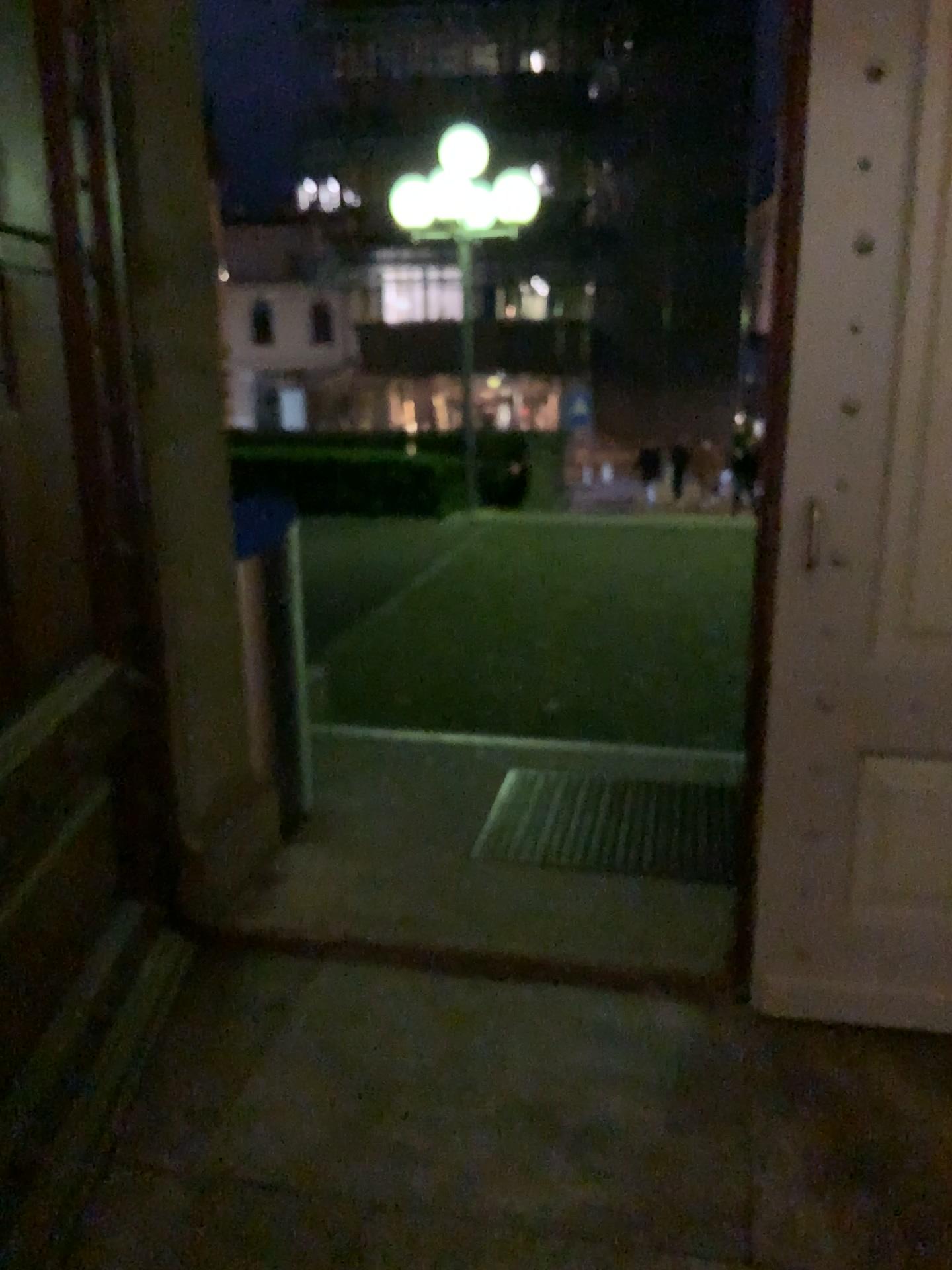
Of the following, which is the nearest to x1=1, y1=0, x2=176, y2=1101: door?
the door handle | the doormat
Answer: the doormat

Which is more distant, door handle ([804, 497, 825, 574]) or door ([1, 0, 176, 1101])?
door handle ([804, 497, 825, 574])

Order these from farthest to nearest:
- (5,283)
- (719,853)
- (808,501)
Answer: (719,853) < (808,501) < (5,283)

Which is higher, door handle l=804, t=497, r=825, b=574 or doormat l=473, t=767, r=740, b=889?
door handle l=804, t=497, r=825, b=574

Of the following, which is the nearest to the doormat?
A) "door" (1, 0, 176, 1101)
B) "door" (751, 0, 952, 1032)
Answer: "door" (751, 0, 952, 1032)

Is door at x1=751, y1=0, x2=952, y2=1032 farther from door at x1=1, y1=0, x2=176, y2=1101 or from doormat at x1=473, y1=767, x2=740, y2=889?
door at x1=1, y1=0, x2=176, y2=1101

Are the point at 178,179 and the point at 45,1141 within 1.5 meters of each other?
no

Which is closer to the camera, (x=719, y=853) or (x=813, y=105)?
(x=813, y=105)

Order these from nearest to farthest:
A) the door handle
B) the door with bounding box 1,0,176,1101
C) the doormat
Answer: the door with bounding box 1,0,176,1101 → the door handle → the doormat

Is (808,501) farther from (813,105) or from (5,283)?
(5,283)
